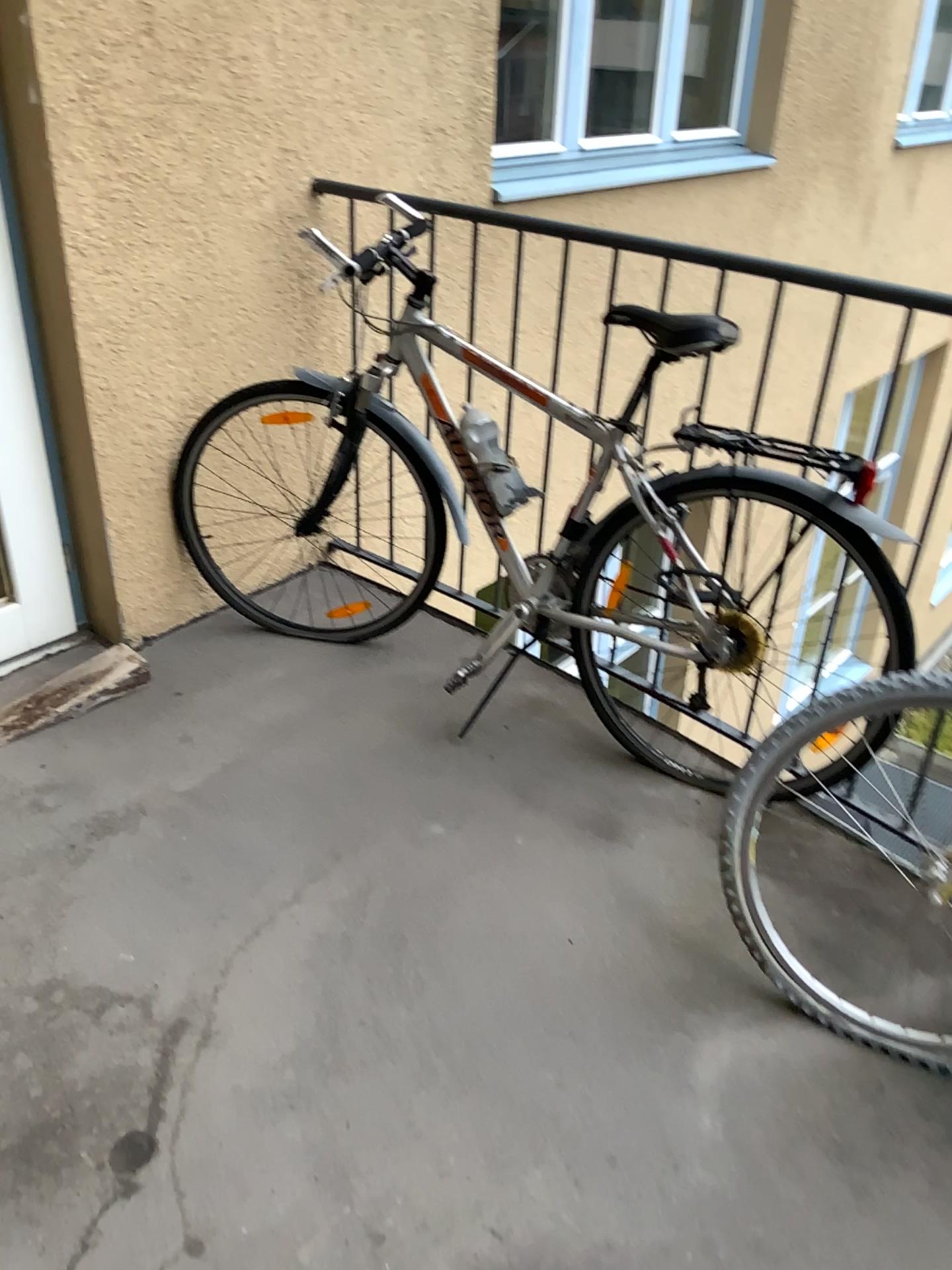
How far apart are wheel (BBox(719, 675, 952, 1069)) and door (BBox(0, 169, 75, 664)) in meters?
1.7

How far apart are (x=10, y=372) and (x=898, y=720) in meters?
2.0

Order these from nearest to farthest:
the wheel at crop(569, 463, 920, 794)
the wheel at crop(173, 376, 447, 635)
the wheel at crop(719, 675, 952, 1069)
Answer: the wheel at crop(719, 675, 952, 1069) → the wheel at crop(569, 463, 920, 794) → the wheel at crop(173, 376, 447, 635)

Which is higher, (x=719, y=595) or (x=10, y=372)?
(x=10, y=372)

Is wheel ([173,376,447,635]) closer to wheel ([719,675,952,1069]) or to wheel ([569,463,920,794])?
wheel ([569,463,920,794])

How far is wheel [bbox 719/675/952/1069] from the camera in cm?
162

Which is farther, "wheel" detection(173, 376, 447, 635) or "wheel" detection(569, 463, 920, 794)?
"wheel" detection(173, 376, 447, 635)

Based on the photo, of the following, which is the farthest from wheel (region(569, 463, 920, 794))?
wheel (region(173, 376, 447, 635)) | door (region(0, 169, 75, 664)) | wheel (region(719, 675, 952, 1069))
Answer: door (region(0, 169, 75, 664))

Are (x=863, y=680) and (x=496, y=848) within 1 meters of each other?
yes

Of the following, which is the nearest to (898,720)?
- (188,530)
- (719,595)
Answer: (719,595)
